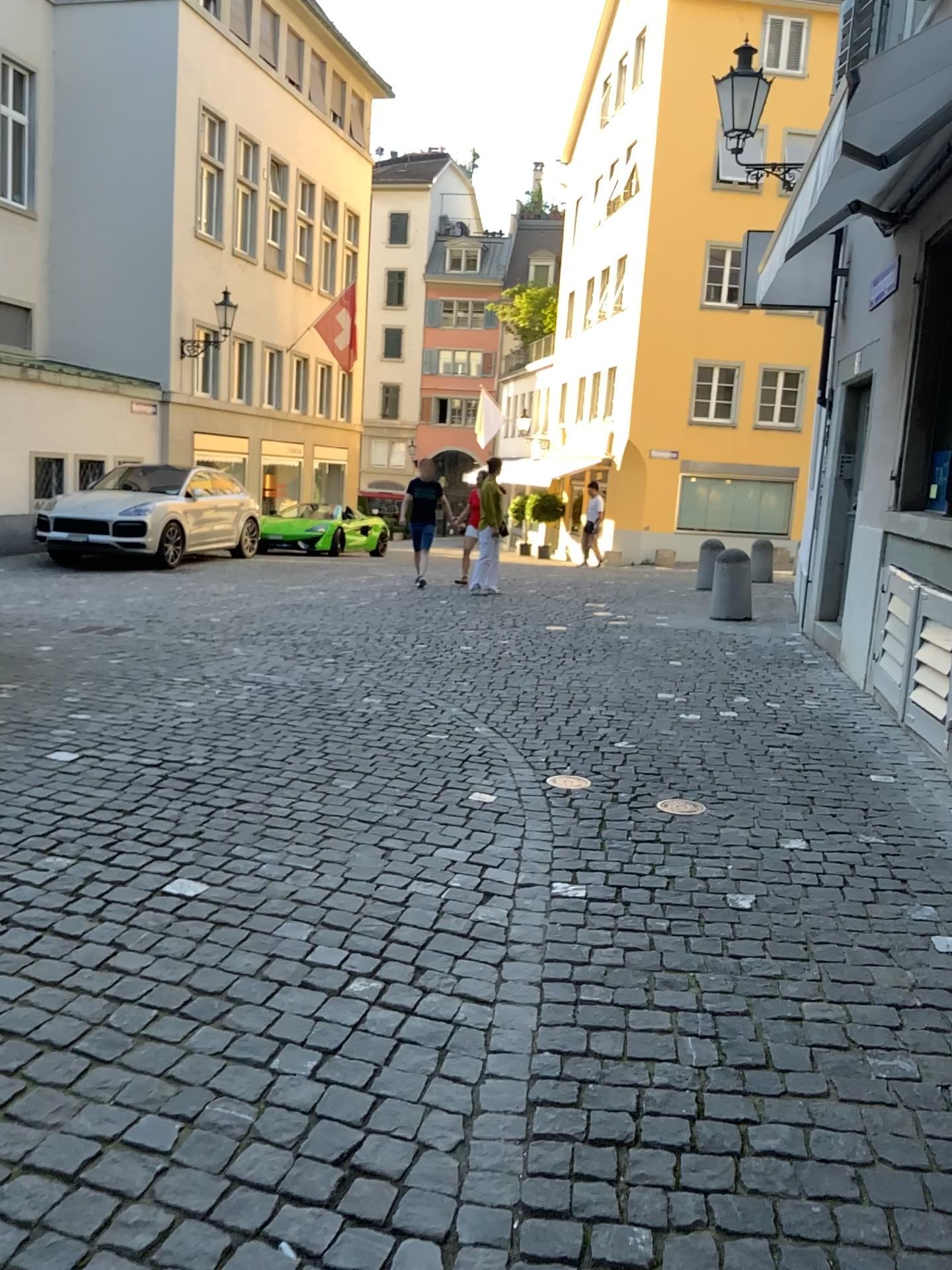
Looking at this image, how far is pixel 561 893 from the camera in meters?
3.3
